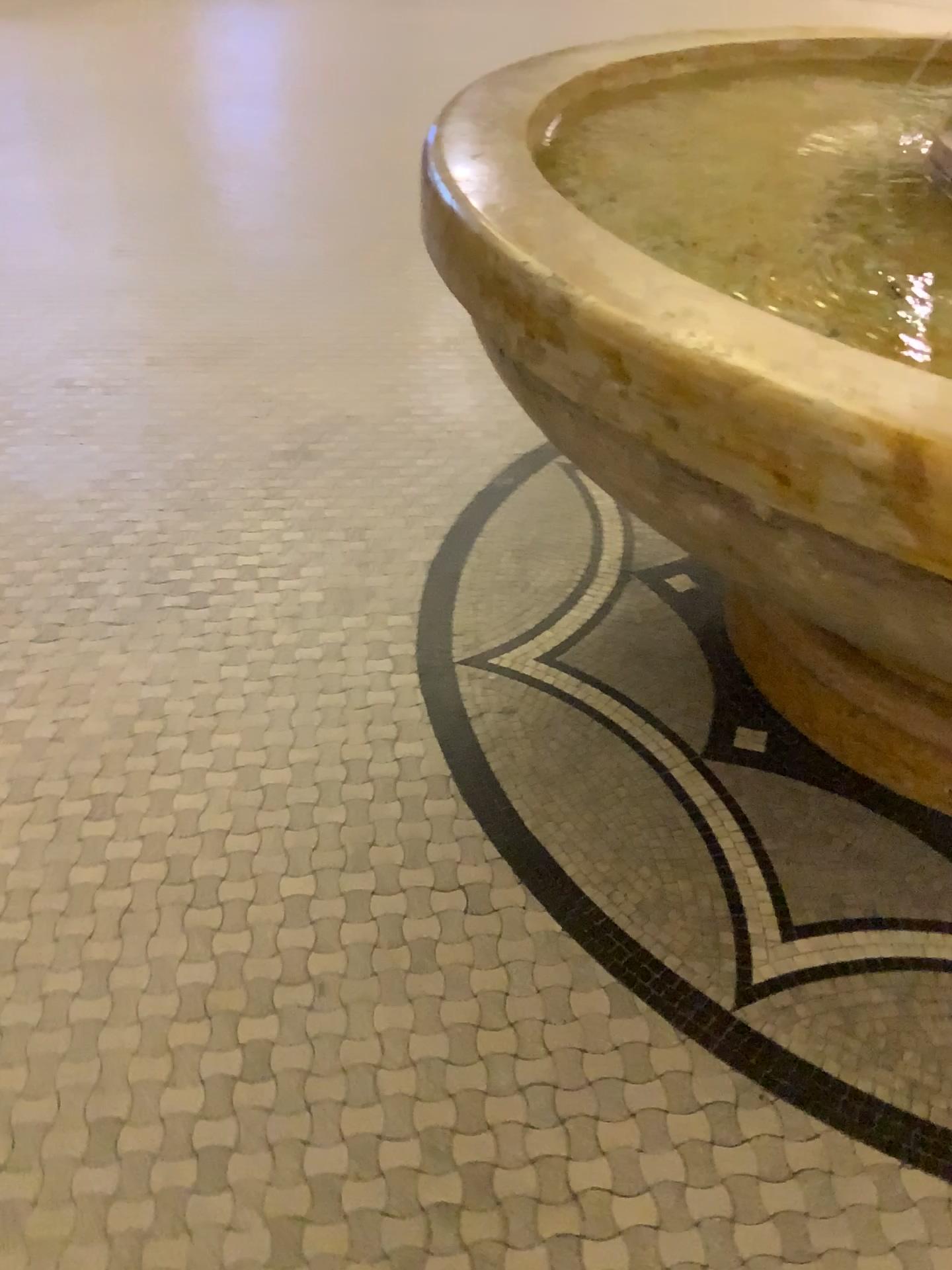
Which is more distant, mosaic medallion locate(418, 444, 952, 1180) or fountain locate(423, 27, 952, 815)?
mosaic medallion locate(418, 444, 952, 1180)

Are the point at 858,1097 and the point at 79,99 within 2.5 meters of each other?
no

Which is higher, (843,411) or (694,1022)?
(843,411)

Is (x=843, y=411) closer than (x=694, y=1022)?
Yes
